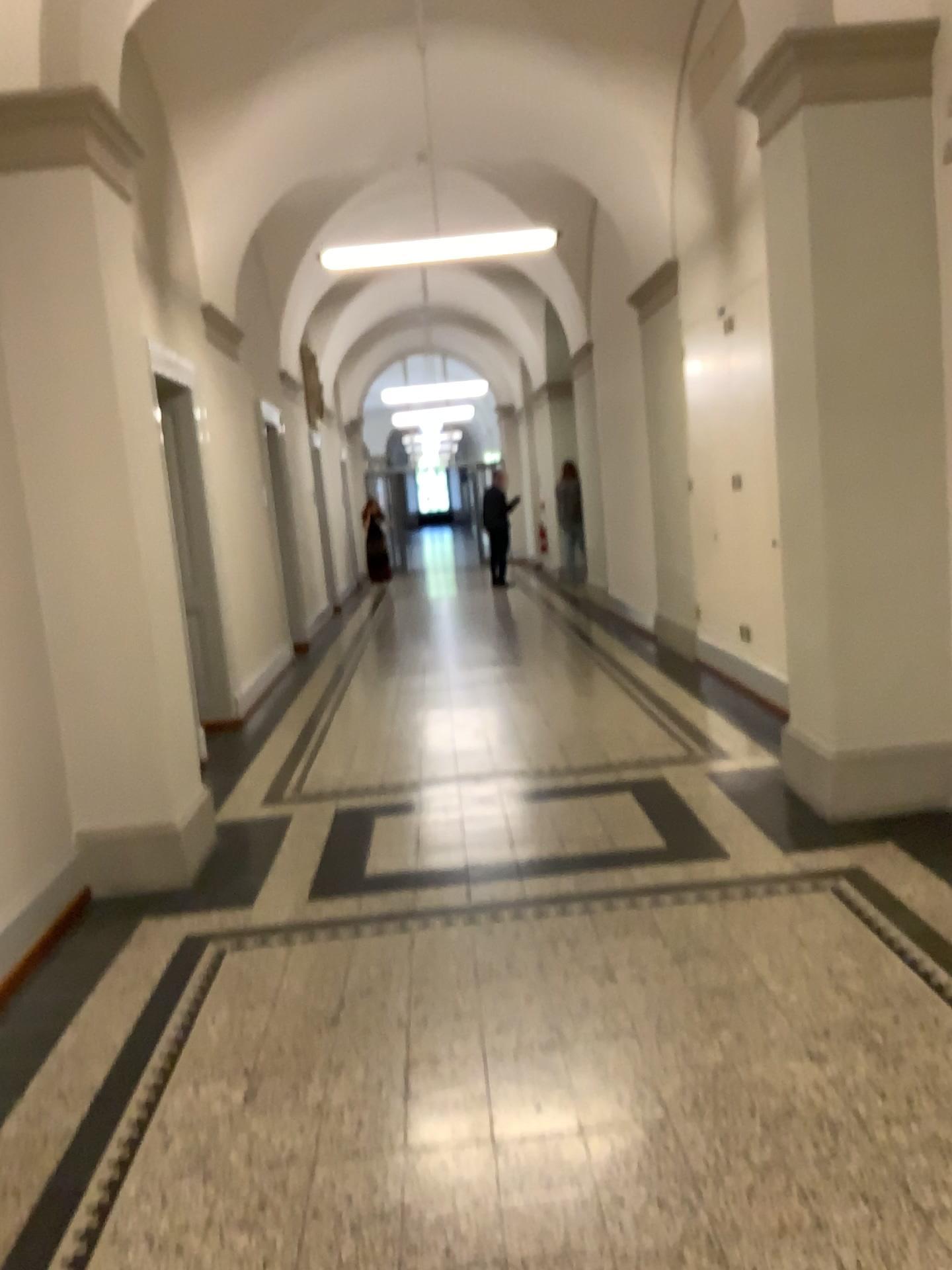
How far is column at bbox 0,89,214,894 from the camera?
4.0m

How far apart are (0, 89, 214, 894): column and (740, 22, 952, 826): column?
2.53m

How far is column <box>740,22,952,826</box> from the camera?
4.1m

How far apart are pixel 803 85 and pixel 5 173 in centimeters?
302cm

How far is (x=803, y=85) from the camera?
4.1m

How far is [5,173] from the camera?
4.0m

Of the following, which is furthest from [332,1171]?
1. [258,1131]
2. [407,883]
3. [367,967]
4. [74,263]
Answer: [74,263]
